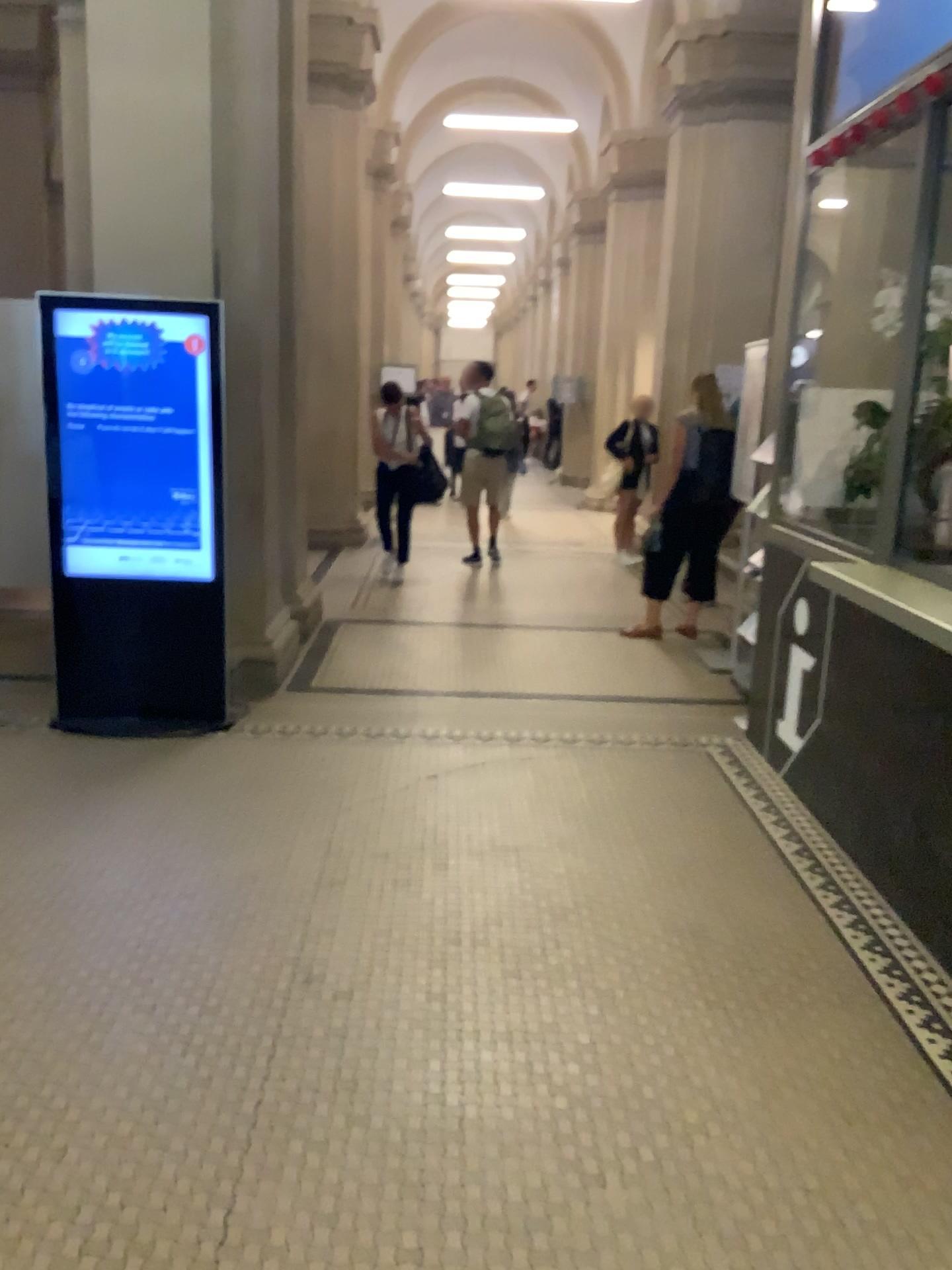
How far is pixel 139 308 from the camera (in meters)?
4.46

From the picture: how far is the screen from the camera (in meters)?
4.46

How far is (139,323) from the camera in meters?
4.5

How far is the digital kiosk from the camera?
4.5 meters

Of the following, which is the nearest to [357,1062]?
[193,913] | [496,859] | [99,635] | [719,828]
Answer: [193,913]
